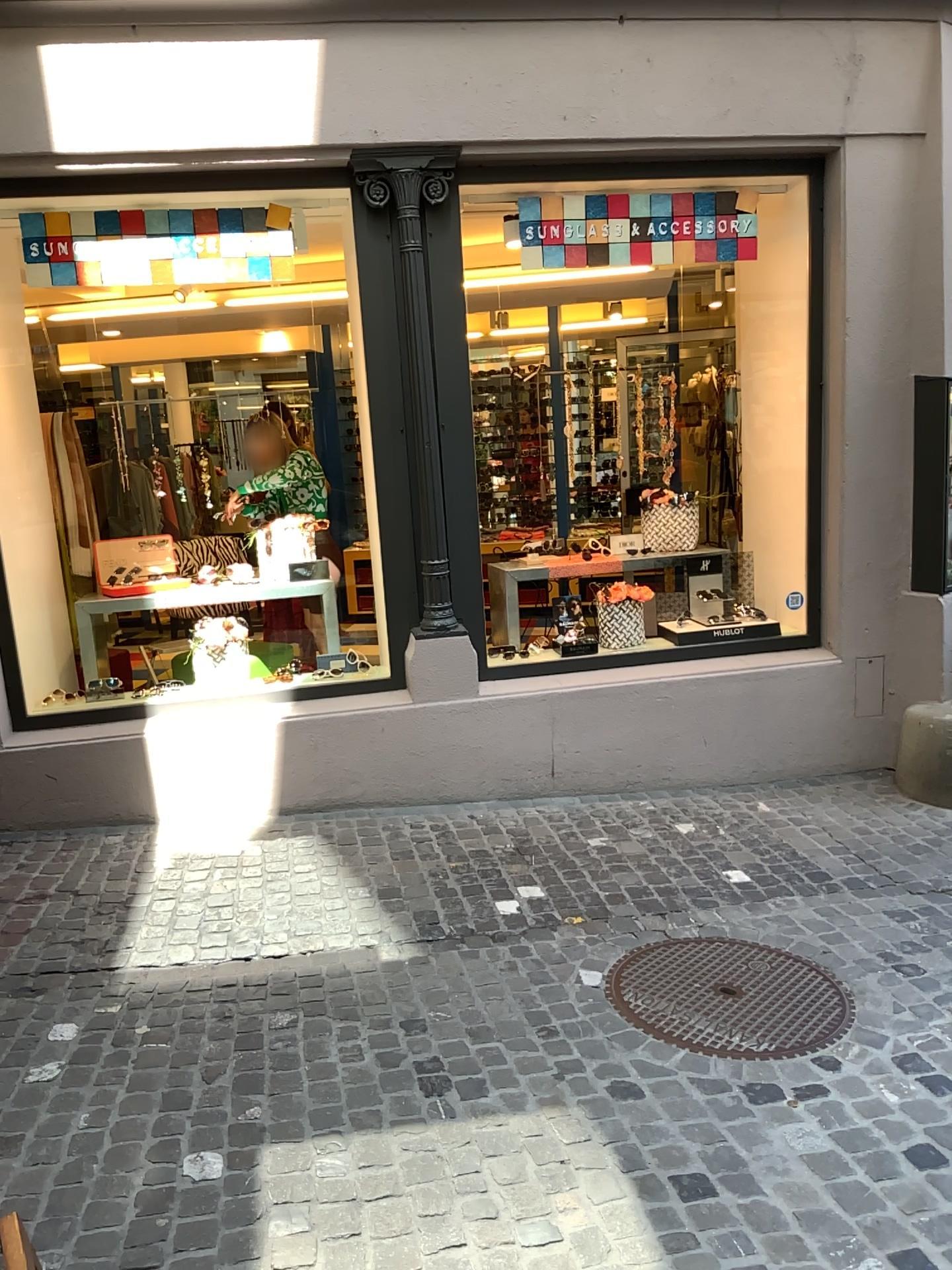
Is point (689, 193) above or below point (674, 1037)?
above

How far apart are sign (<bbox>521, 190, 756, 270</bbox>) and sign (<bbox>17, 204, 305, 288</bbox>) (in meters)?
0.97

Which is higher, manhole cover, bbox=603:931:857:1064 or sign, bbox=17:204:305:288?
sign, bbox=17:204:305:288

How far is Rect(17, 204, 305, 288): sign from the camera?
4.3m

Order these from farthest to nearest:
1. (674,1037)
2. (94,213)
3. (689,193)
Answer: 1. (689,193)
2. (94,213)
3. (674,1037)

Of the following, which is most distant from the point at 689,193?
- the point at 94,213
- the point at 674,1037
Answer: the point at 674,1037

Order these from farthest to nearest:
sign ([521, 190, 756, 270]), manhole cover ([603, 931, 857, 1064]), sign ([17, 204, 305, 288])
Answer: sign ([521, 190, 756, 270]), sign ([17, 204, 305, 288]), manhole cover ([603, 931, 857, 1064])

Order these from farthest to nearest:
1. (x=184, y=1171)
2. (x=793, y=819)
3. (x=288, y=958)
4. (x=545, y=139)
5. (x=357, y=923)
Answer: (x=793, y=819) → (x=545, y=139) → (x=357, y=923) → (x=288, y=958) → (x=184, y=1171)

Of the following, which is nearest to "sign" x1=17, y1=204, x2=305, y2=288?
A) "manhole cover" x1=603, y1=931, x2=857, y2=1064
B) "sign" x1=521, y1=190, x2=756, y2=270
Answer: "sign" x1=521, y1=190, x2=756, y2=270

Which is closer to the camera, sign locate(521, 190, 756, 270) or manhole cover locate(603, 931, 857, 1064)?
manhole cover locate(603, 931, 857, 1064)
